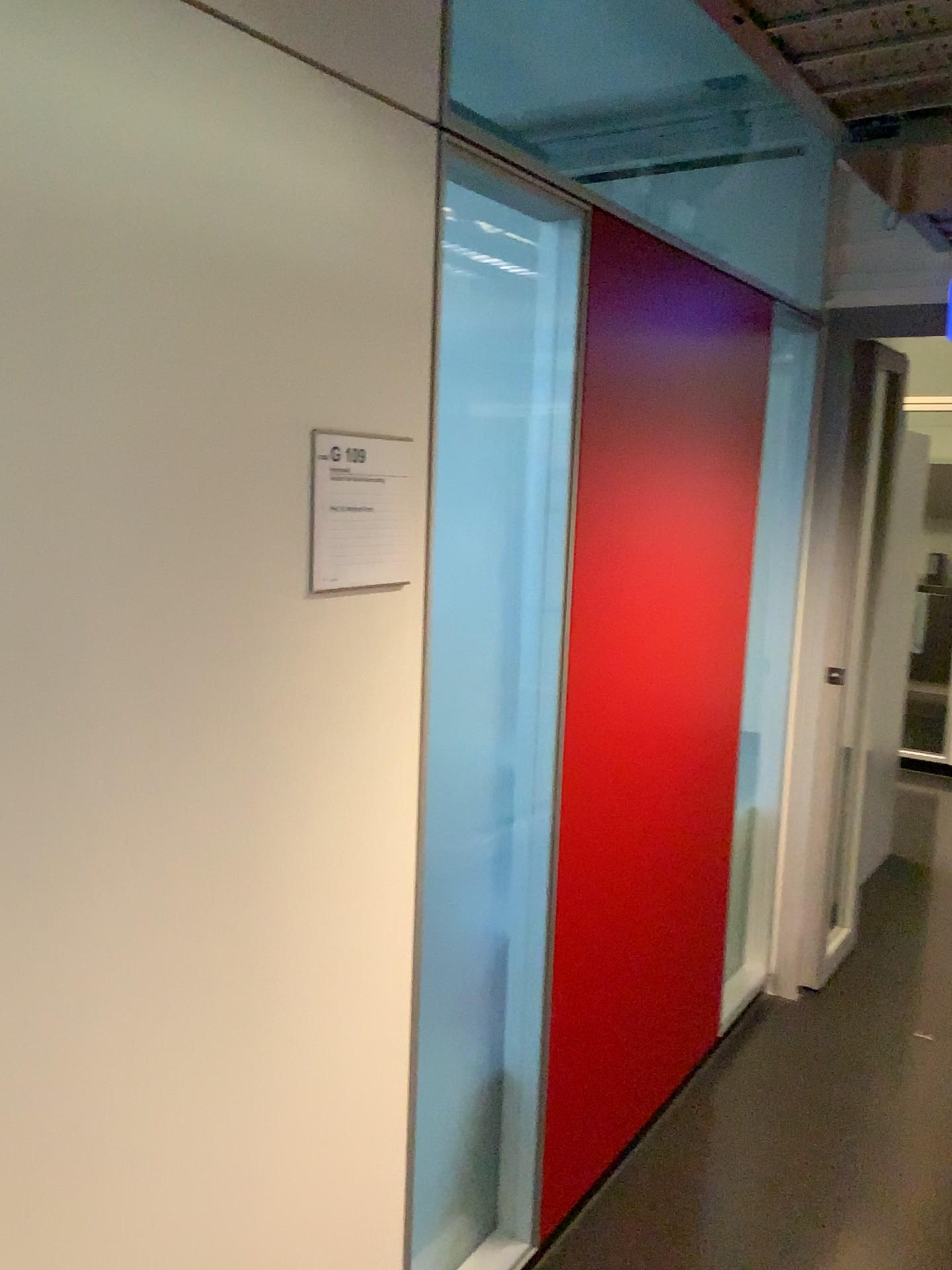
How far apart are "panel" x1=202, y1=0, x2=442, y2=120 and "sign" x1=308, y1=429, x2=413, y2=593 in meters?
0.5

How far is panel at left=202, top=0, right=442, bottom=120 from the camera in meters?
1.3 m

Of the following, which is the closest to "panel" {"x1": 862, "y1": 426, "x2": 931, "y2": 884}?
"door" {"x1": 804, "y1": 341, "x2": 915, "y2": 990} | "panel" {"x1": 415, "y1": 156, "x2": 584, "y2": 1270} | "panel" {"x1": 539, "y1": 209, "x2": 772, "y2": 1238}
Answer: "door" {"x1": 804, "y1": 341, "x2": 915, "y2": 990}

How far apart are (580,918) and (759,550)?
1.37m

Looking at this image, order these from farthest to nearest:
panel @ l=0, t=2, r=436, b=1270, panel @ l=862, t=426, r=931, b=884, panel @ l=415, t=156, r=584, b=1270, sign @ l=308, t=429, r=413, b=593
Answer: panel @ l=862, t=426, r=931, b=884
panel @ l=415, t=156, r=584, b=1270
sign @ l=308, t=429, r=413, b=593
panel @ l=0, t=2, r=436, b=1270

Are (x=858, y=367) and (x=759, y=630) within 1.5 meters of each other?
yes

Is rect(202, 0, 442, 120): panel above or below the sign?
above

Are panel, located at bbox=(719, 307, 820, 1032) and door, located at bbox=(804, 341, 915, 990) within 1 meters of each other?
yes

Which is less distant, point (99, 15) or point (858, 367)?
point (99, 15)

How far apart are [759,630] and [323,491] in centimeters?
203cm
